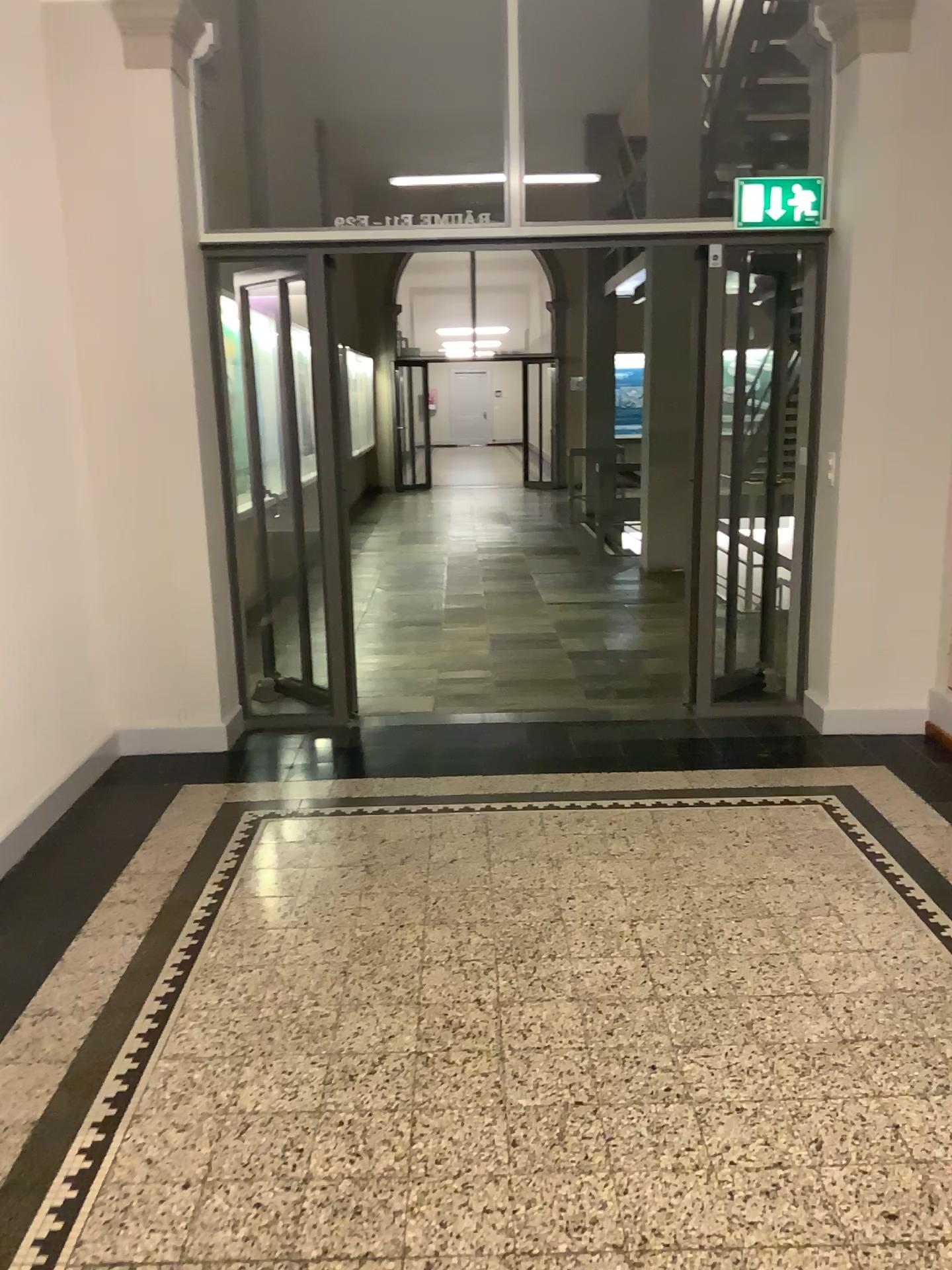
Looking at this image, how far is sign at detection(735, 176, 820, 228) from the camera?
4.4m

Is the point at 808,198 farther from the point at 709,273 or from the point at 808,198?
the point at 709,273

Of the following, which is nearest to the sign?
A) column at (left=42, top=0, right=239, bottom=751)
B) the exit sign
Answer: the exit sign

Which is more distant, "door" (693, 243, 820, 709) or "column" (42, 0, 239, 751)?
"door" (693, 243, 820, 709)

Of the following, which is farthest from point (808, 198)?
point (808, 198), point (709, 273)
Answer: point (709, 273)

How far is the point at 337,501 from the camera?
4.87m

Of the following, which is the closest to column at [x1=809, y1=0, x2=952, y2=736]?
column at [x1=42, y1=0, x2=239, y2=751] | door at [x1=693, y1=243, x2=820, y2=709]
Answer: door at [x1=693, y1=243, x2=820, y2=709]

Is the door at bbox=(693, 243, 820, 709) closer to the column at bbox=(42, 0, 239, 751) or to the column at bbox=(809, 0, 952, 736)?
the column at bbox=(809, 0, 952, 736)

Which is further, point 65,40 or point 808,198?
point 808,198
